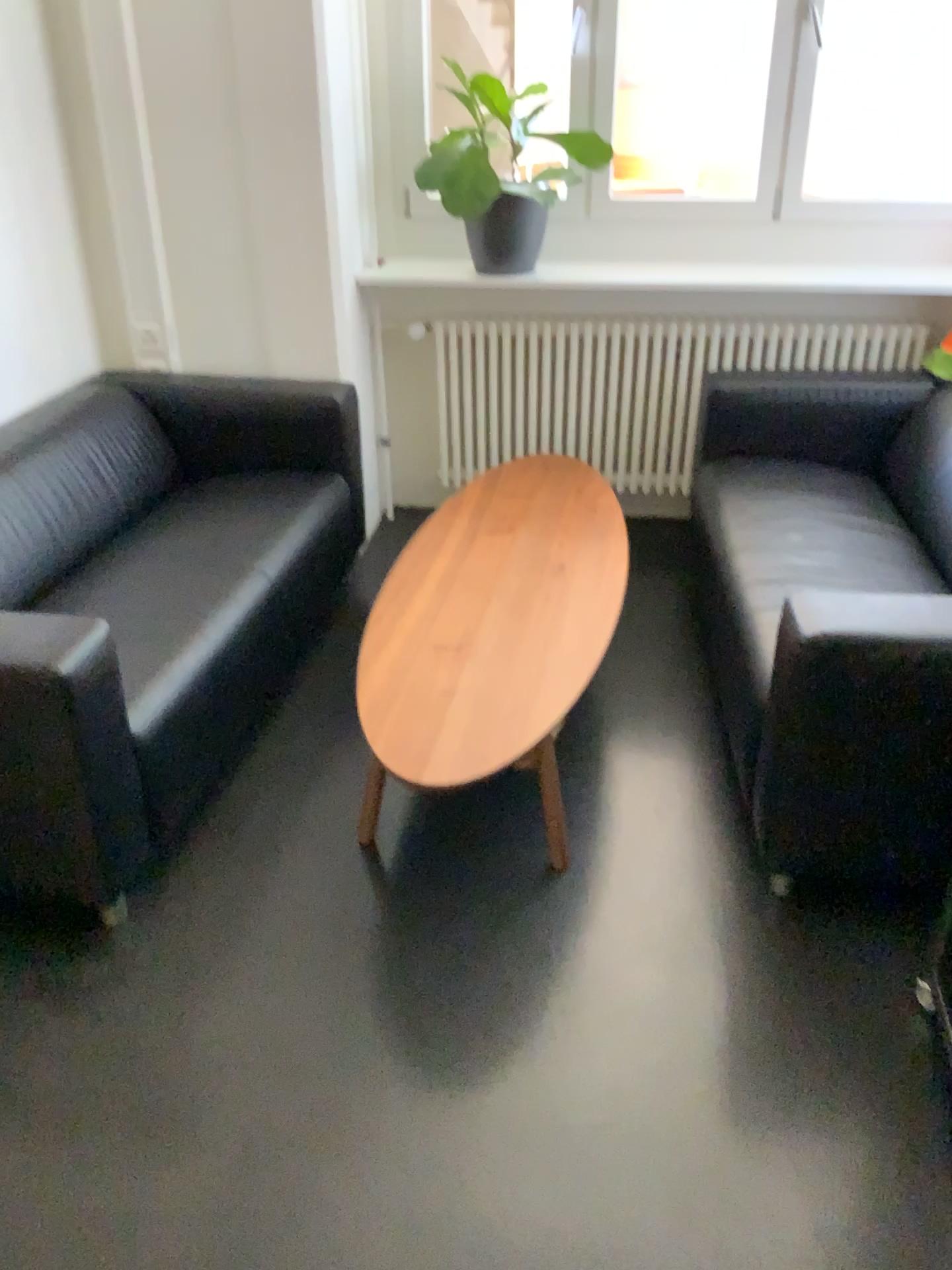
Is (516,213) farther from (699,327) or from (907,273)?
(907,273)

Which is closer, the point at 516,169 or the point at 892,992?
the point at 892,992

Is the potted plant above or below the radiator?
above

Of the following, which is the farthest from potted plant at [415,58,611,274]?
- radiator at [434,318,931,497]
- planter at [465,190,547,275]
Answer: radiator at [434,318,931,497]

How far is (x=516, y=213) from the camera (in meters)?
3.36

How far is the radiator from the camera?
3.6m

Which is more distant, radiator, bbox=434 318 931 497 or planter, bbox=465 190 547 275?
radiator, bbox=434 318 931 497

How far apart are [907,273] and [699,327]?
0.7 meters

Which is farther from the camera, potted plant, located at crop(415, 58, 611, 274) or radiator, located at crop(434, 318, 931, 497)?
radiator, located at crop(434, 318, 931, 497)

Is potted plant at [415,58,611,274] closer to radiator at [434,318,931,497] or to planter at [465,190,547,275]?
planter at [465,190,547,275]
